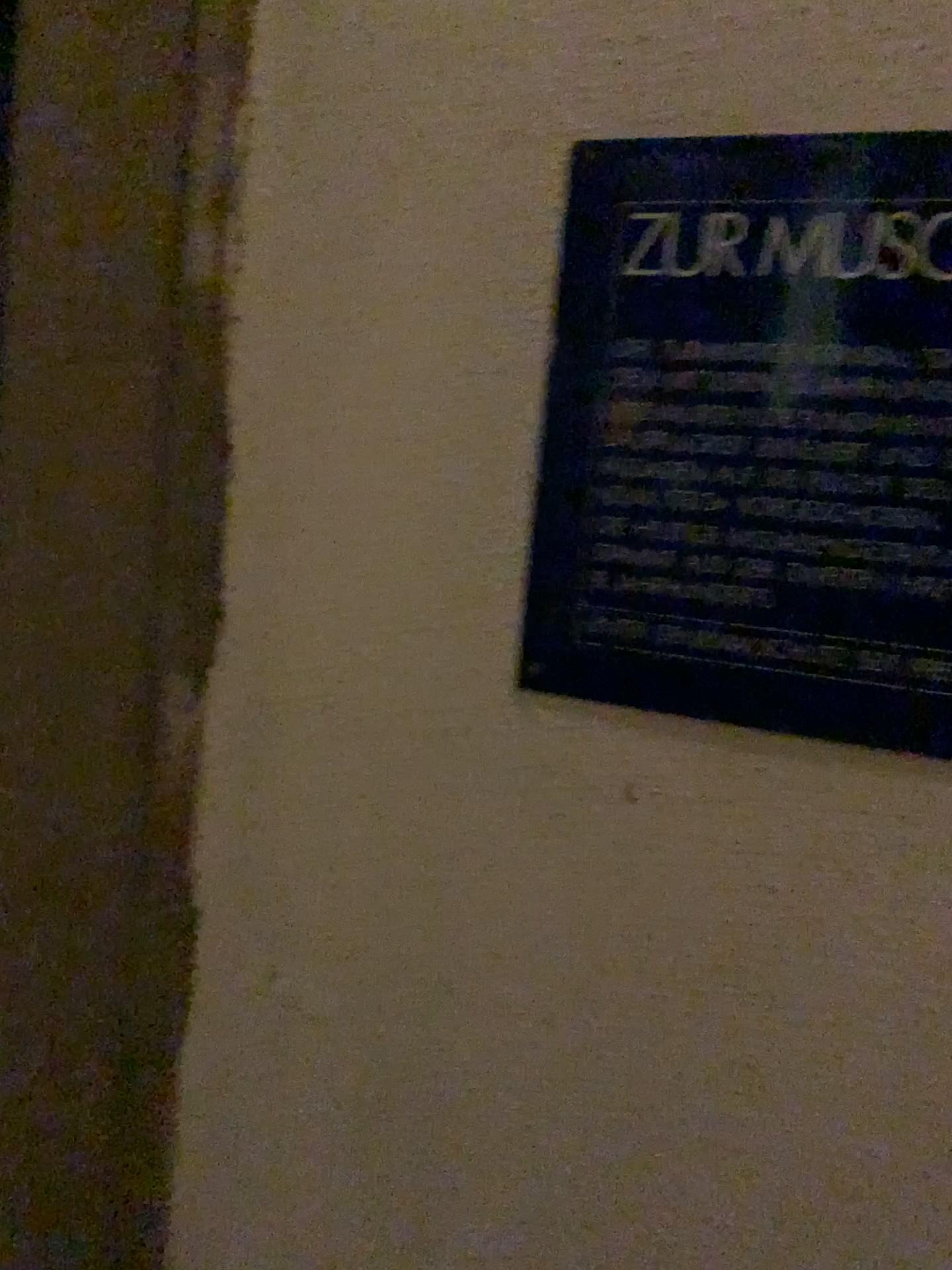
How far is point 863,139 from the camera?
0.49m

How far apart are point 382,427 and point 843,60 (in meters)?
0.28

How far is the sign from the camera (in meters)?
0.49
